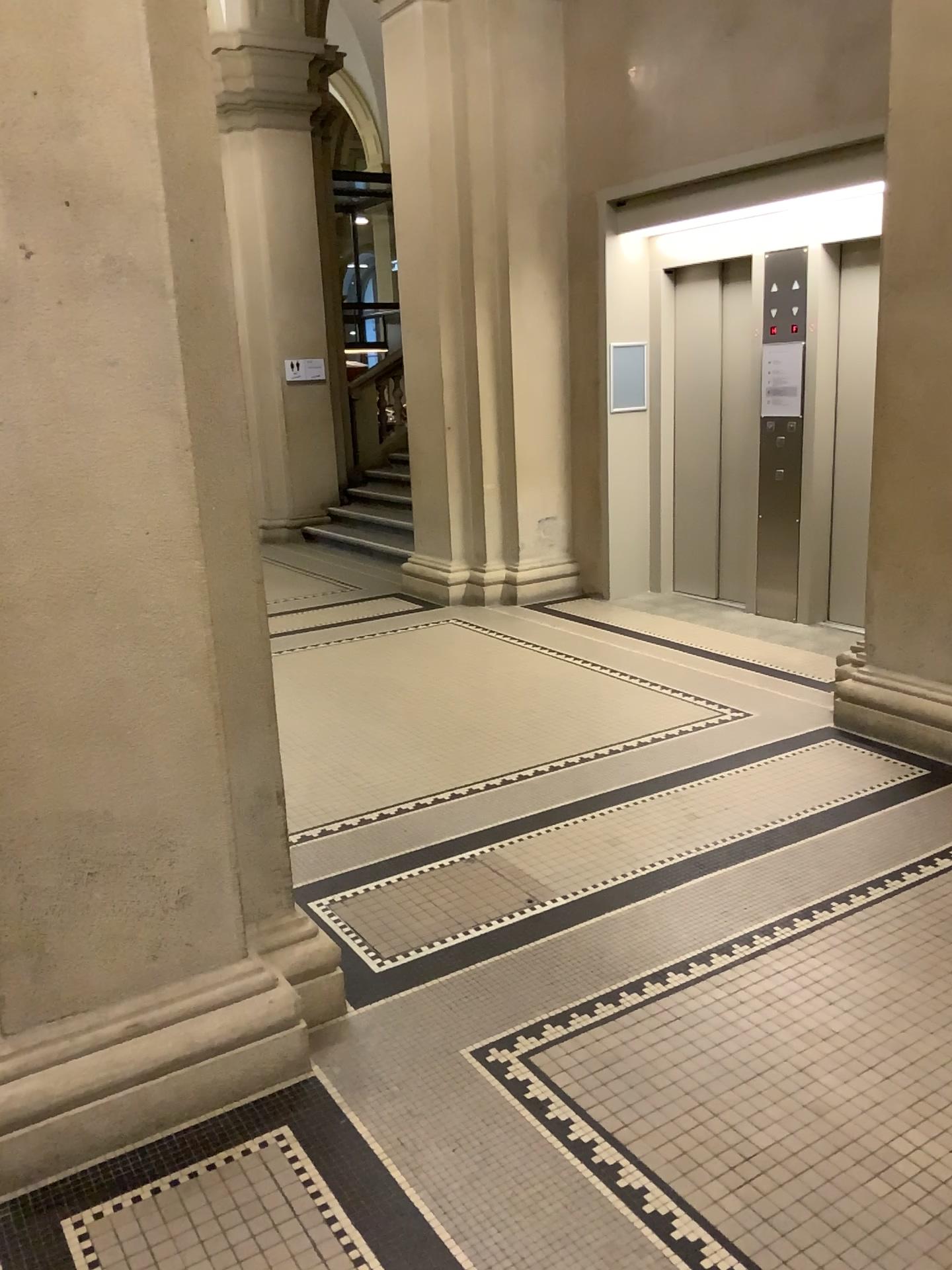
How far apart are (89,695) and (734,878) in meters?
2.1

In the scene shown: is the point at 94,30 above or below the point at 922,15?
below

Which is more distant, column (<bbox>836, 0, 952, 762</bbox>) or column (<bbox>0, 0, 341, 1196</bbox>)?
column (<bbox>836, 0, 952, 762</bbox>)

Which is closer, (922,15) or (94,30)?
(94,30)
